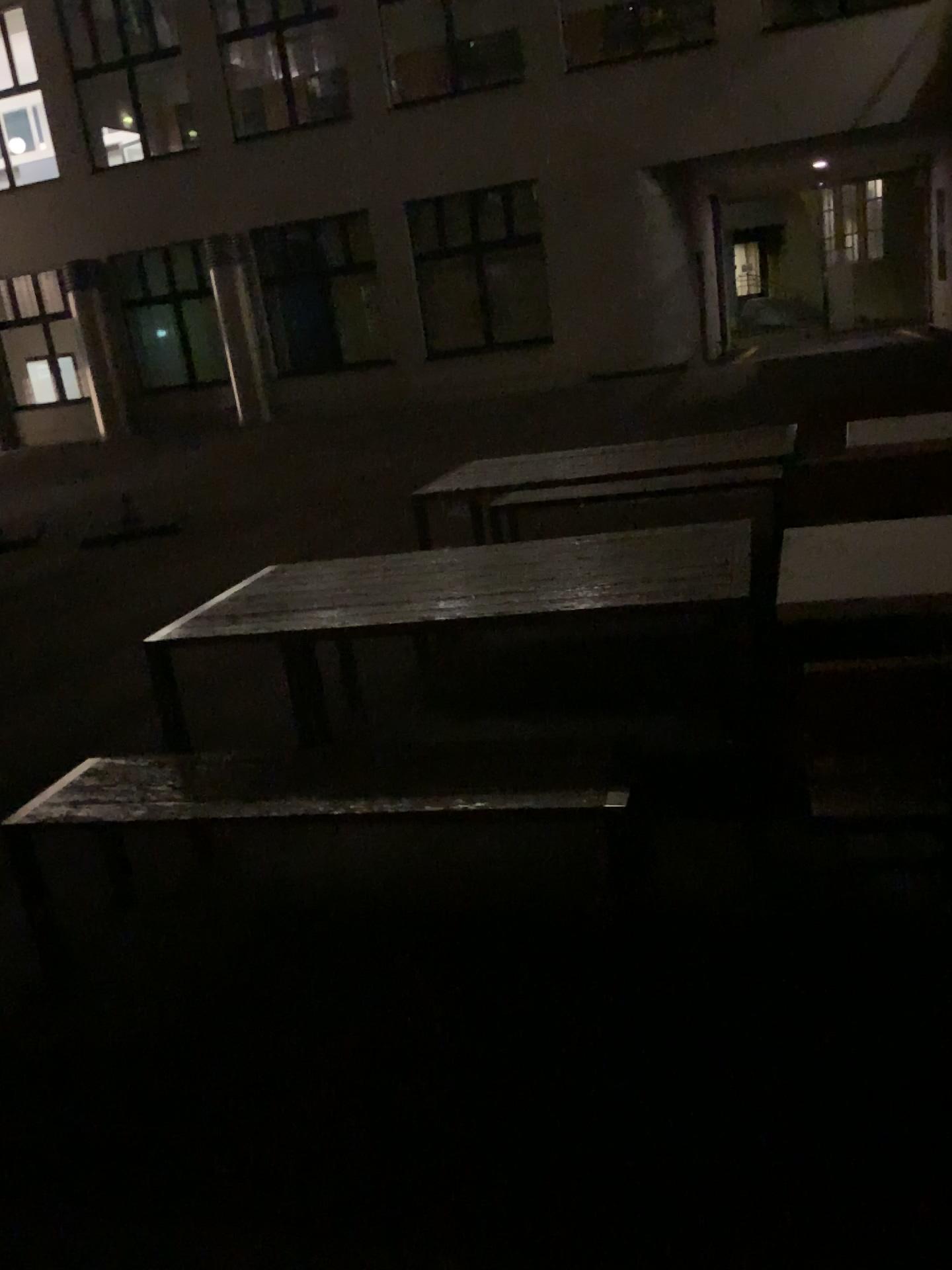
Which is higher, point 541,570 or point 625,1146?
point 541,570
